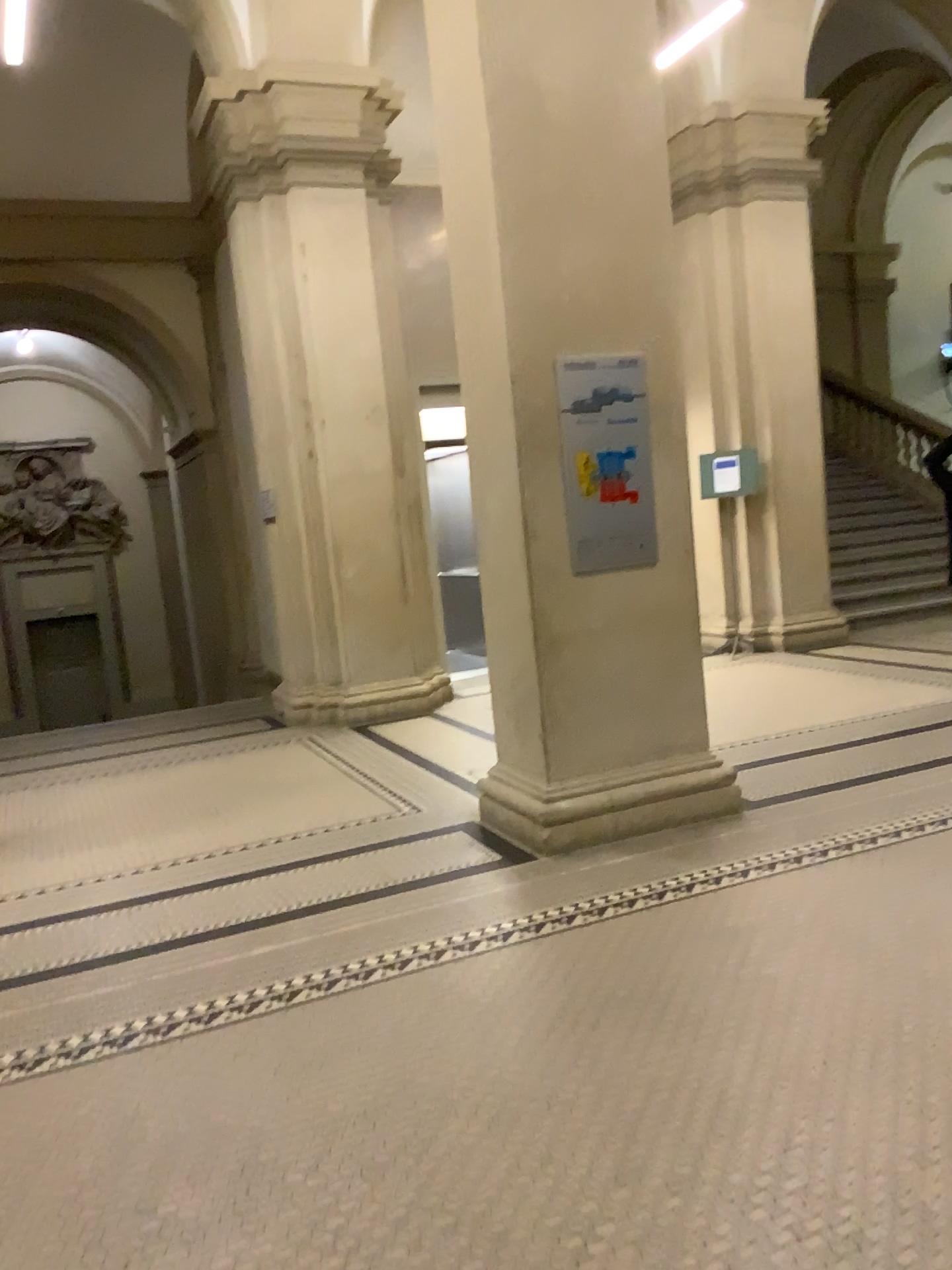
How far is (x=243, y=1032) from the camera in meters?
3.1

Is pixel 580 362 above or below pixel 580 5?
below

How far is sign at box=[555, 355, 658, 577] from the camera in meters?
4.5

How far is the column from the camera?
4.32m

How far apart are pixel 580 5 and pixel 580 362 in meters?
1.4 m

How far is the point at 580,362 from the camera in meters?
4.5
